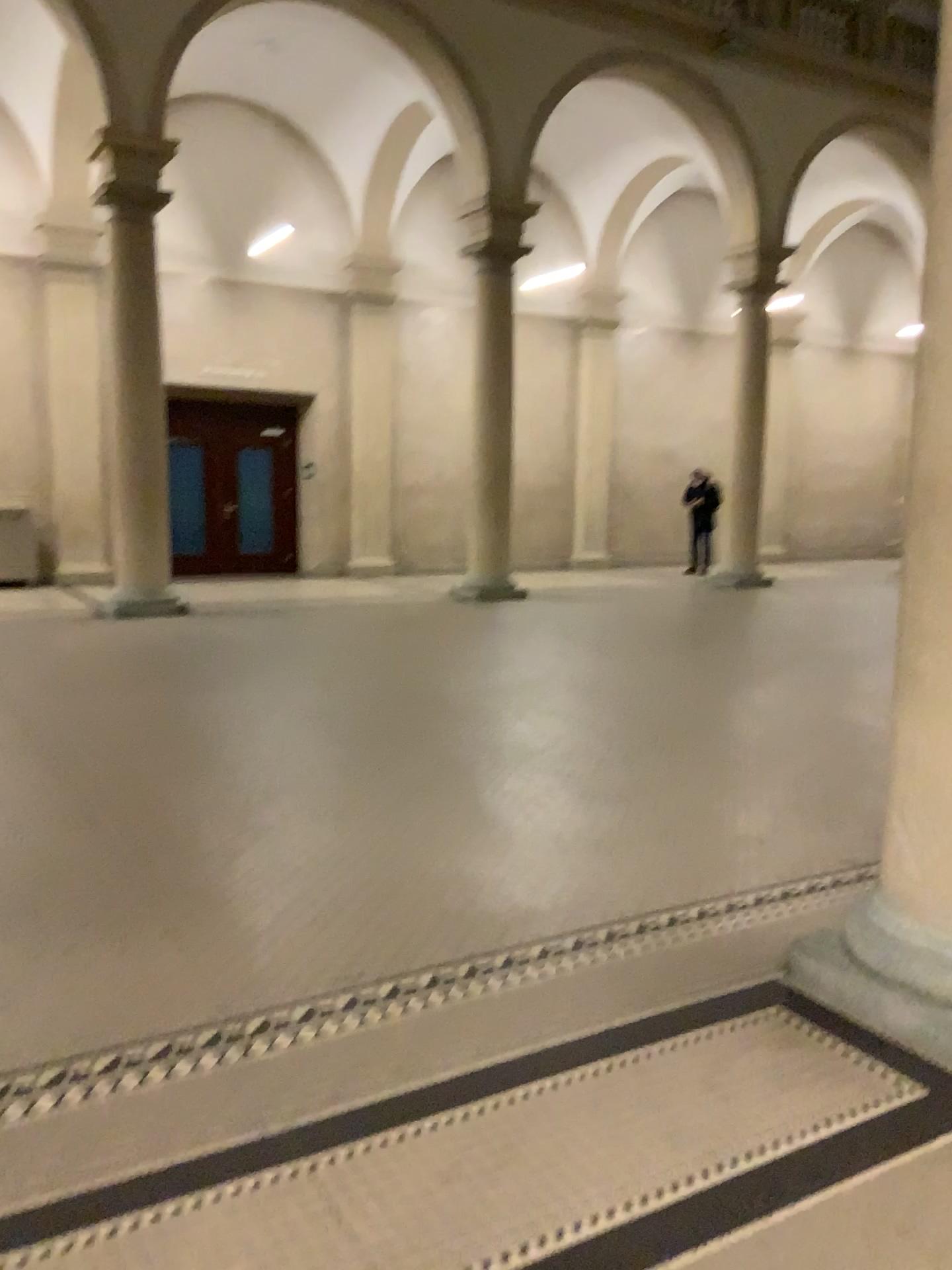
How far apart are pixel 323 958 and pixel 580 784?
1.93m
